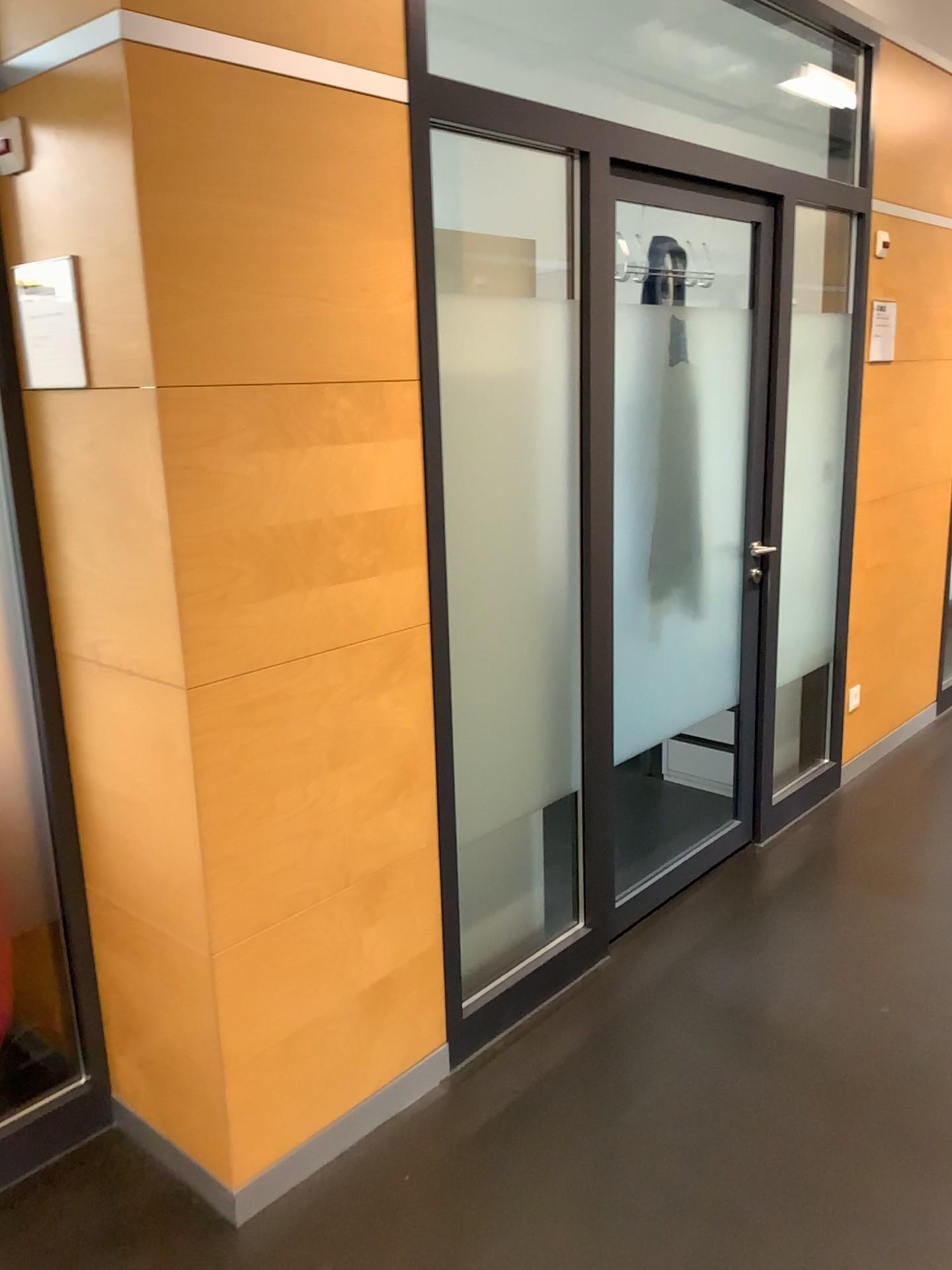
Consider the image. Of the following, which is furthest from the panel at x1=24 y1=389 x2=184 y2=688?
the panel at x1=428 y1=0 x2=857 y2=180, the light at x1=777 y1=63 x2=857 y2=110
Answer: the light at x1=777 y1=63 x2=857 y2=110

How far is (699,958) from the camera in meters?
2.9

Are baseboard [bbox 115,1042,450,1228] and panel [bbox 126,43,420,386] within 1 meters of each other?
no

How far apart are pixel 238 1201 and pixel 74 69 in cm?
205

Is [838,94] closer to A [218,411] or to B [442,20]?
B [442,20]

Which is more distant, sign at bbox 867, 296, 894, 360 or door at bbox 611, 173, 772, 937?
sign at bbox 867, 296, 894, 360

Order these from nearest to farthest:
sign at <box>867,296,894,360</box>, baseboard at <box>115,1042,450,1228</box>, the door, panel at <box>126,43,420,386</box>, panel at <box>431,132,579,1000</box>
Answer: panel at <box>126,43,420,386</box> < baseboard at <box>115,1042,450,1228</box> < panel at <box>431,132,579,1000</box> < the door < sign at <box>867,296,894,360</box>

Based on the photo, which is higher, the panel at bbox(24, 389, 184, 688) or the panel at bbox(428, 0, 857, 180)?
the panel at bbox(428, 0, 857, 180)

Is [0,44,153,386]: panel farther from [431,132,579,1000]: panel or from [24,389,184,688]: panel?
[431,132,579,1000]: panel

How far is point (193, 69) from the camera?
1.65m
